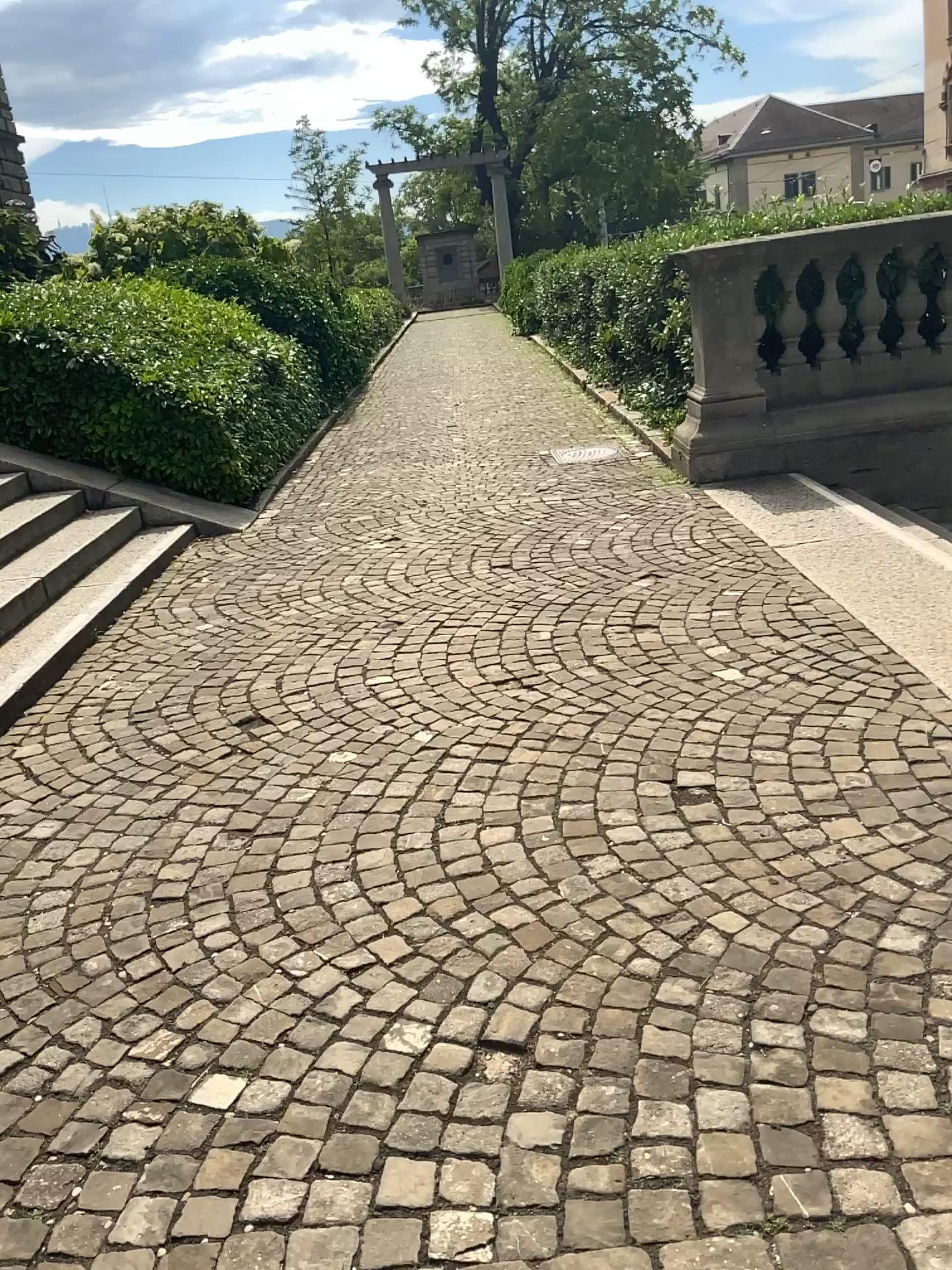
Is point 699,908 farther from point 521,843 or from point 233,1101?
point 233,1101
